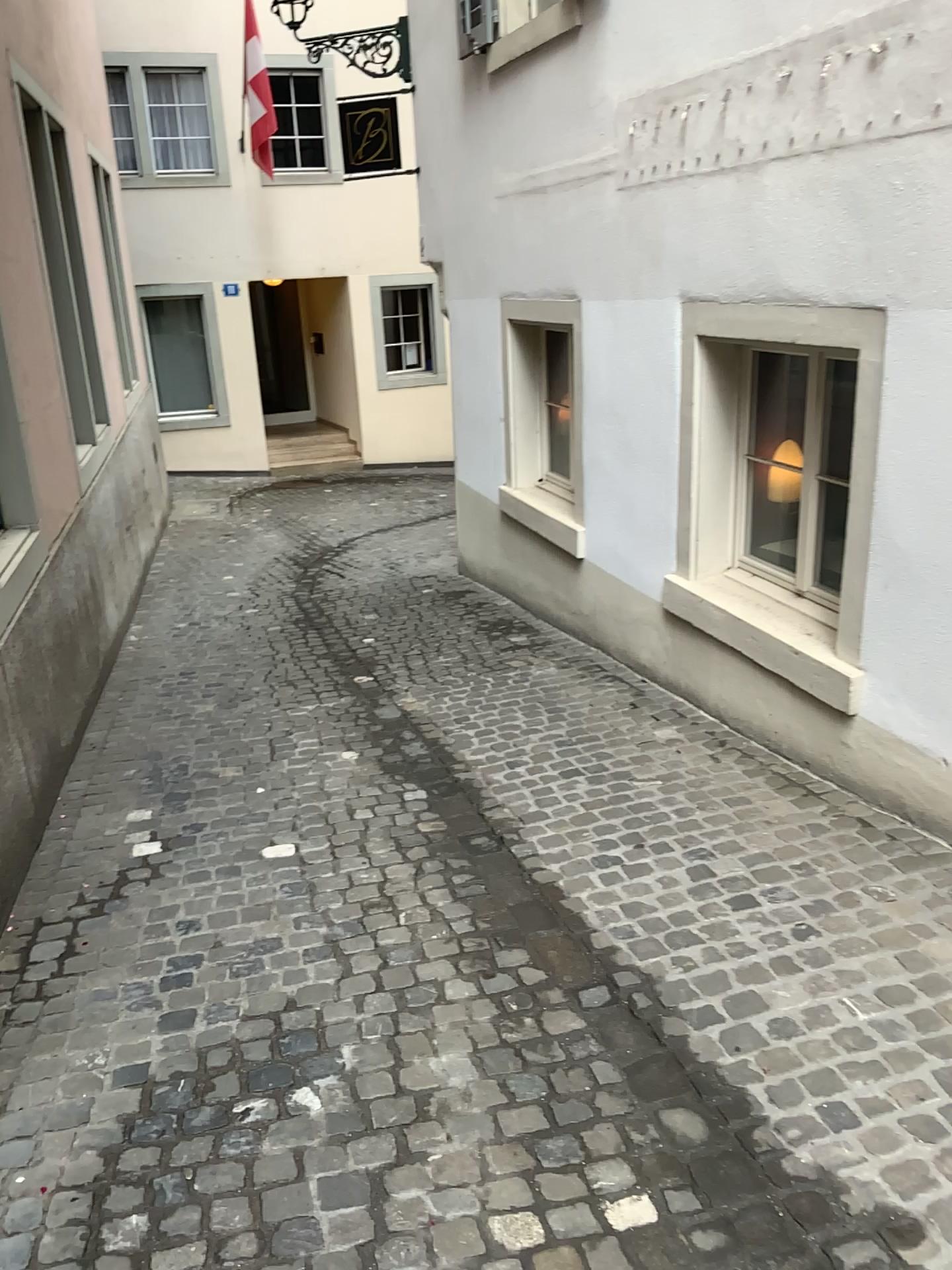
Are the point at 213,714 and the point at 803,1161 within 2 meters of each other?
no
